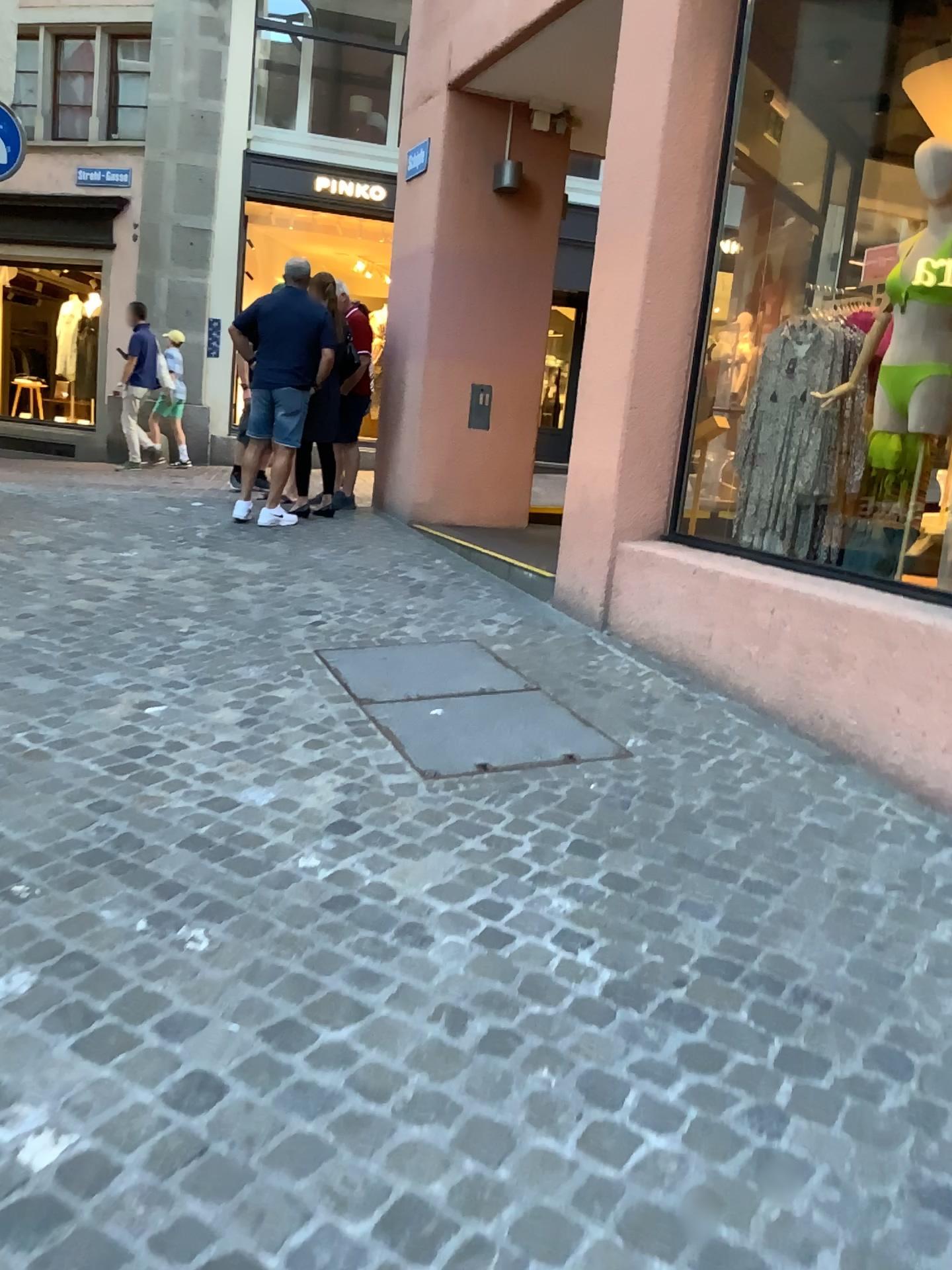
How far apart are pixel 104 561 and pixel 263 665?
2.1 meters
